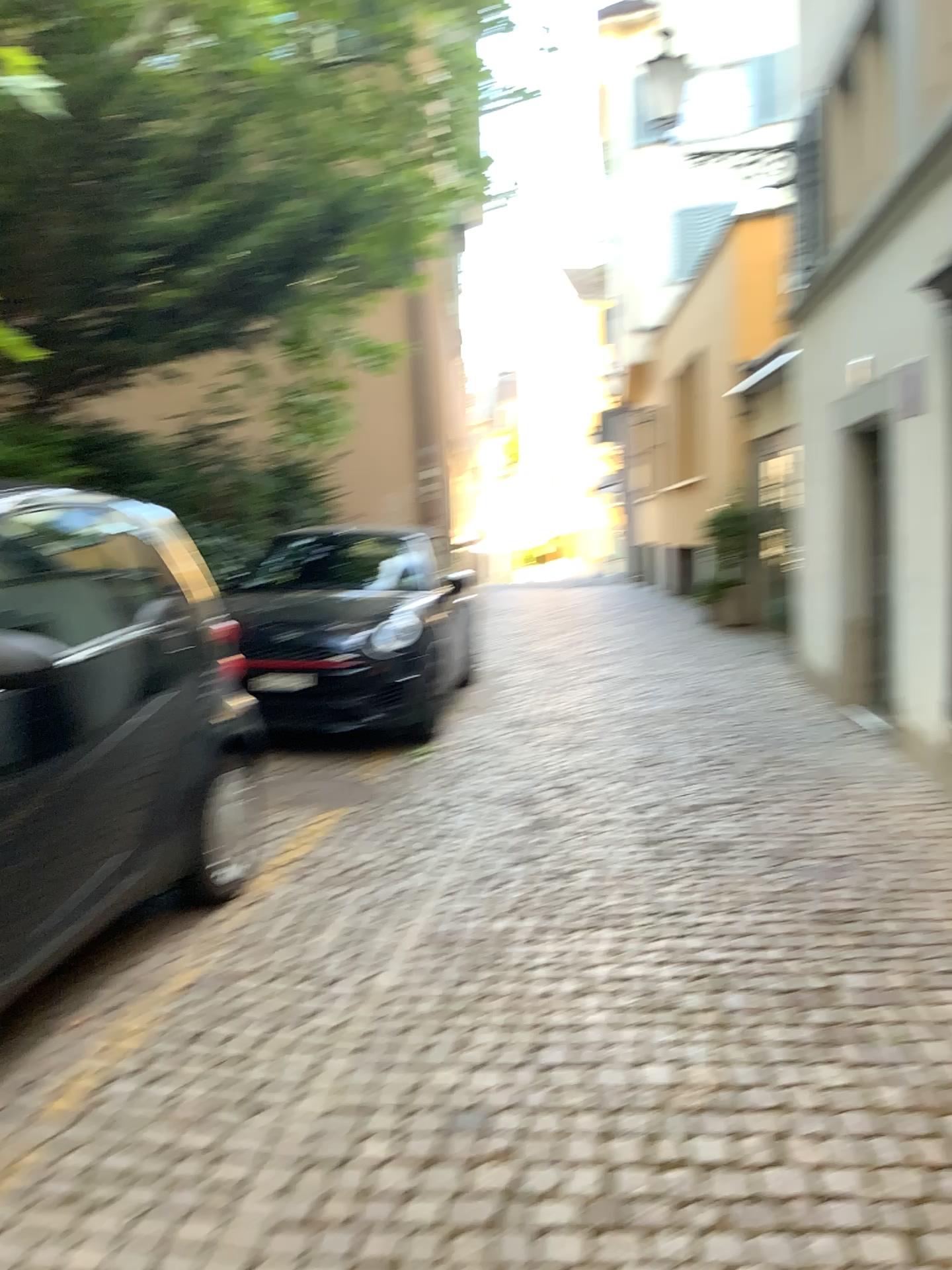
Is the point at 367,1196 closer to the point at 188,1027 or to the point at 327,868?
the point at 188,1027

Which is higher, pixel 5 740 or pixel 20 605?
pixel 20 605

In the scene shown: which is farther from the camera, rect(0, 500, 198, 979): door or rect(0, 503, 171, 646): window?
rect(0, 503, 171, 646): window

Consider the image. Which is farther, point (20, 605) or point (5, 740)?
point (20, 605)
